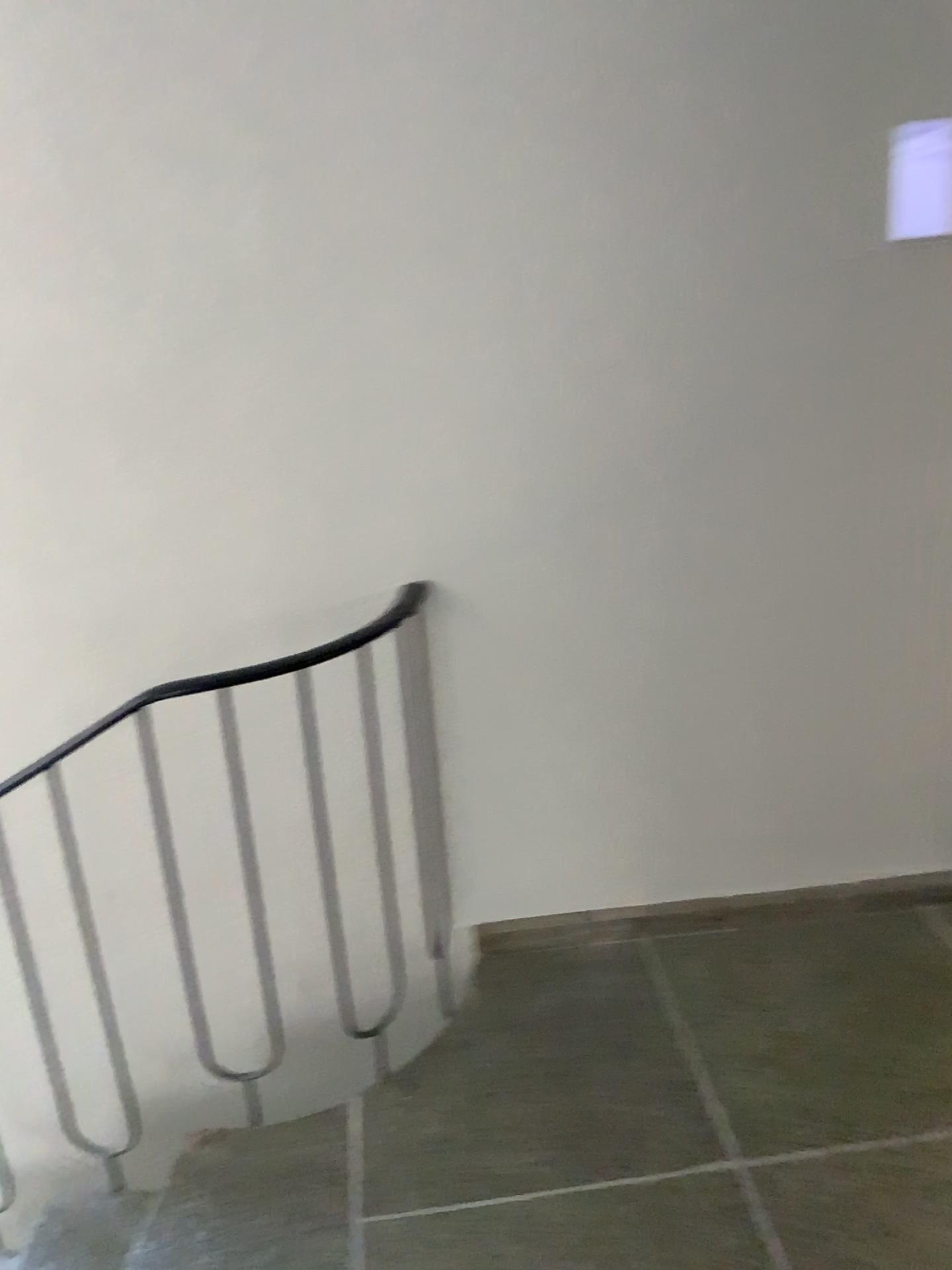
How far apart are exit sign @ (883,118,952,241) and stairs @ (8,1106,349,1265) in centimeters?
203cm

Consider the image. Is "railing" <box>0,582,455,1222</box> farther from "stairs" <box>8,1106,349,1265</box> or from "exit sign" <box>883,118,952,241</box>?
"exit sign" <box>883,118,952,241</box>

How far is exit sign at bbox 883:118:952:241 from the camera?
2.0 meters

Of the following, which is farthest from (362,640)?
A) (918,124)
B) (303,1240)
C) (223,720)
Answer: (918,124)

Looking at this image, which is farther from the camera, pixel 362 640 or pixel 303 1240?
pixel 362 640

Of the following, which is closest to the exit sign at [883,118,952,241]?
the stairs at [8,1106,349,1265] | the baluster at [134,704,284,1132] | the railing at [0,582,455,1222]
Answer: the railing at [0,582,455,1222]

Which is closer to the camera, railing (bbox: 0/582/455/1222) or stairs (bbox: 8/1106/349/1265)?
stairs (bbox: 8/1106/349/1265)

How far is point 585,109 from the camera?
1.9 meters

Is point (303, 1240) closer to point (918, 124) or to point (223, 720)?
point (223, 720)

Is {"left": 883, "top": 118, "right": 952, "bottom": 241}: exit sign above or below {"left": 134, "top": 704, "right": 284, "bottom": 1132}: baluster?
above
